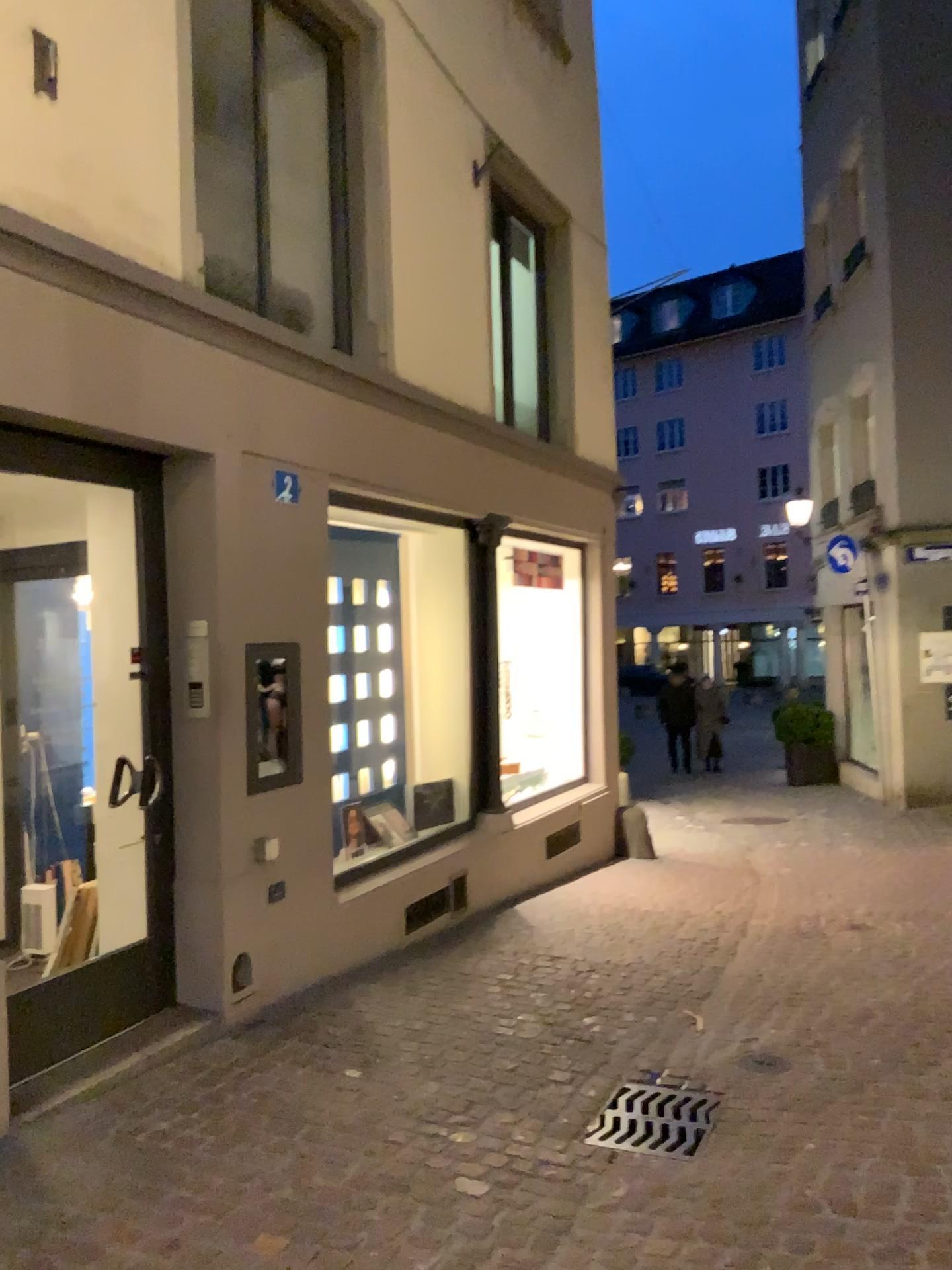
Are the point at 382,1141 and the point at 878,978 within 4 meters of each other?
yes
